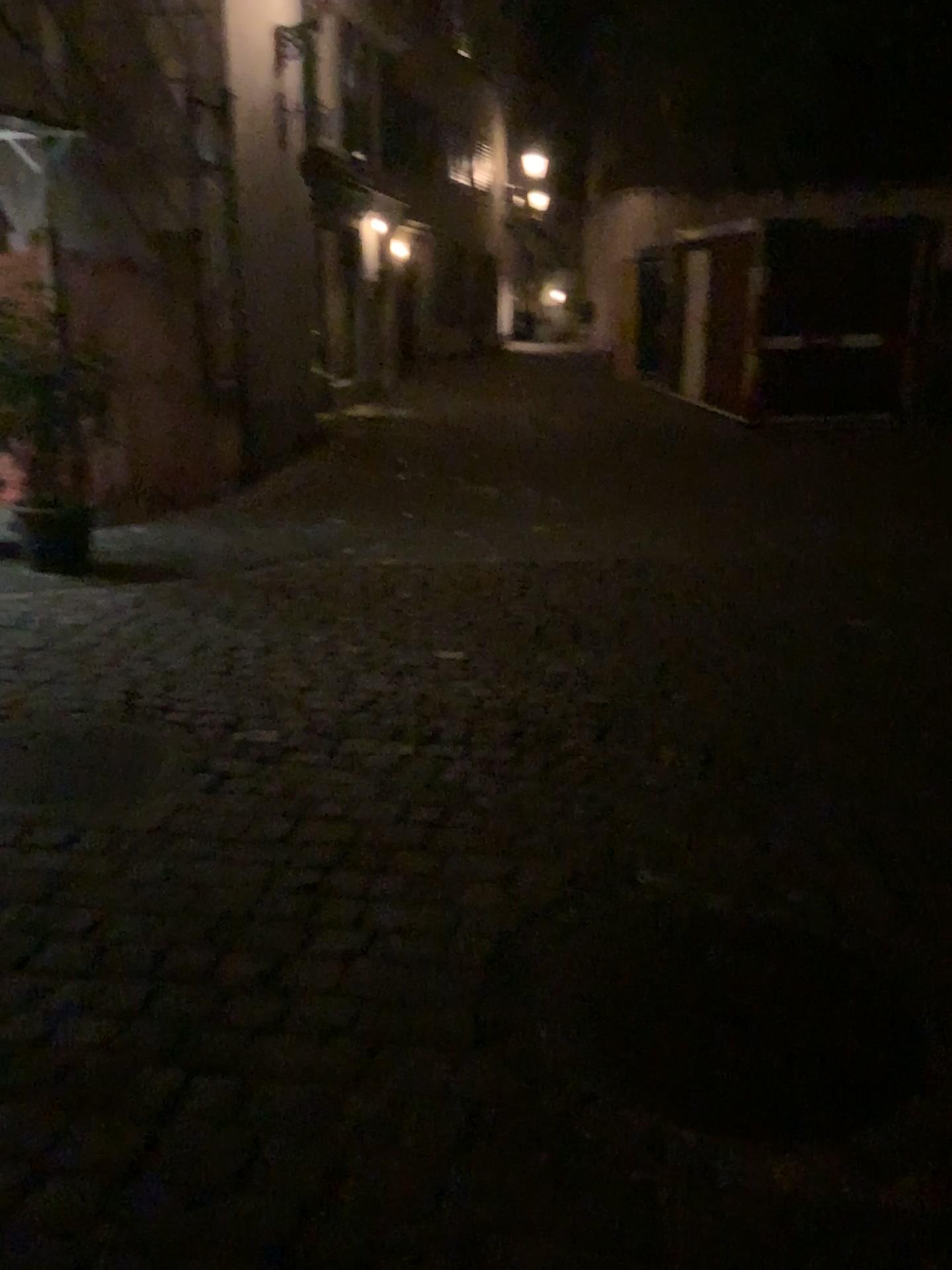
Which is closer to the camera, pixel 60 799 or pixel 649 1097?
pixel 649 1097

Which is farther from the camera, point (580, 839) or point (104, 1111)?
point (580, 839)

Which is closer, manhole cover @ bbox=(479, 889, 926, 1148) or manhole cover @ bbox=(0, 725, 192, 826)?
manhole cover @ bbox=(479, 889, 926, 1148)
